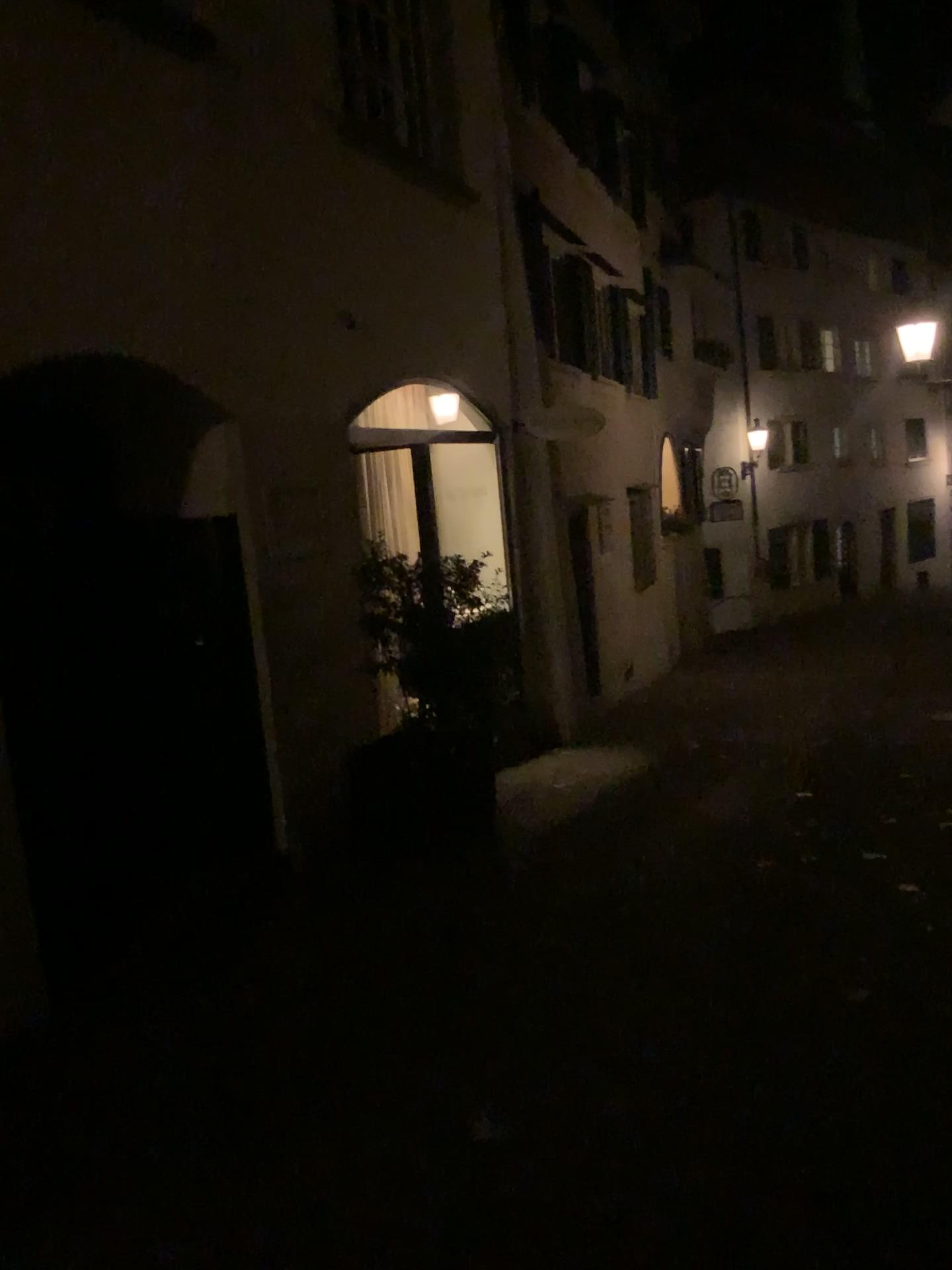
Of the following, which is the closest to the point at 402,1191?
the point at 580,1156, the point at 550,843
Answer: the point at 580,1156
